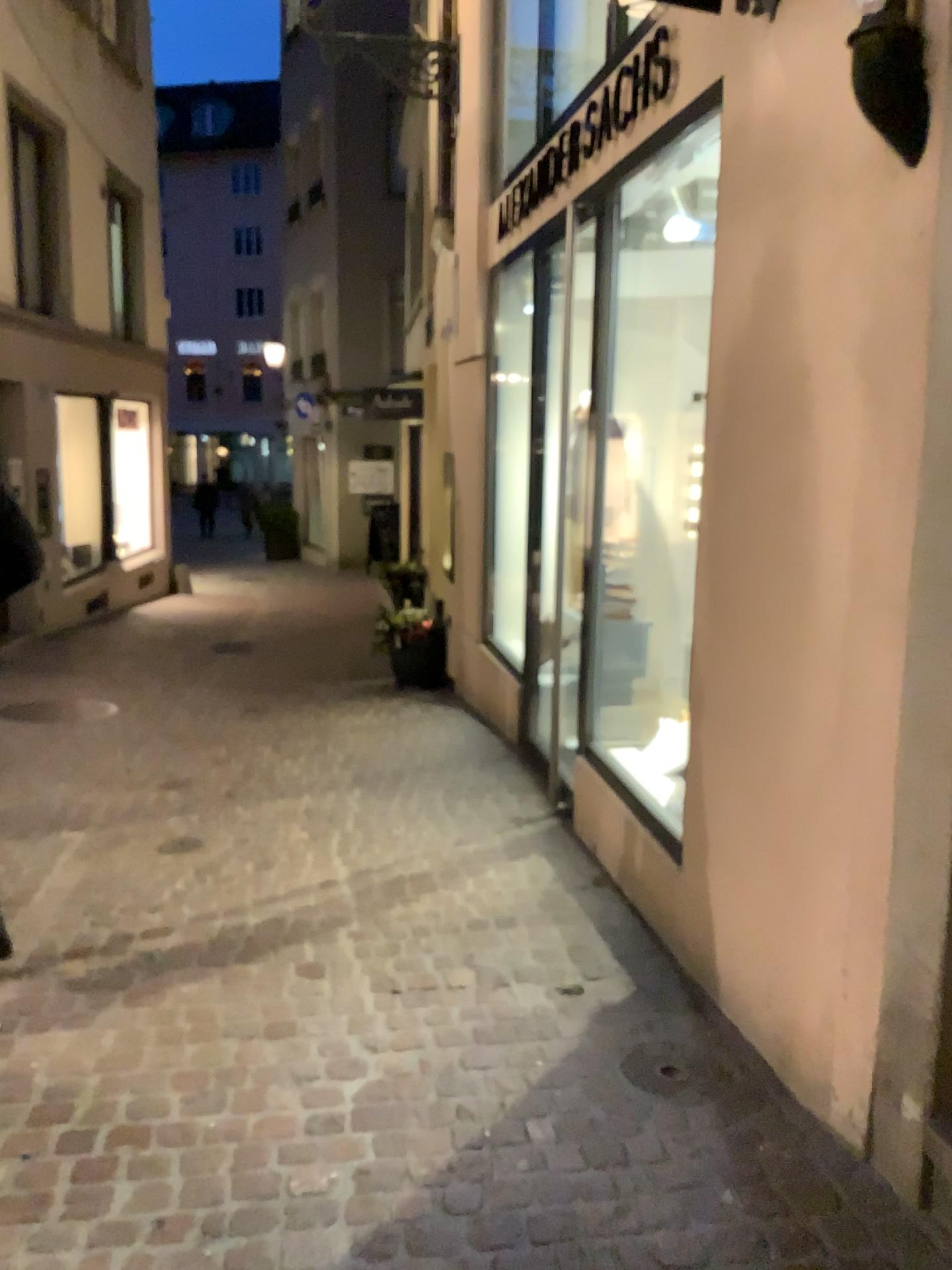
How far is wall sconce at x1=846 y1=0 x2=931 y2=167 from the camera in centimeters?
186cm

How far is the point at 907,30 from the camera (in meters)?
1.86

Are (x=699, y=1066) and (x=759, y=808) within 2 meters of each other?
yes
